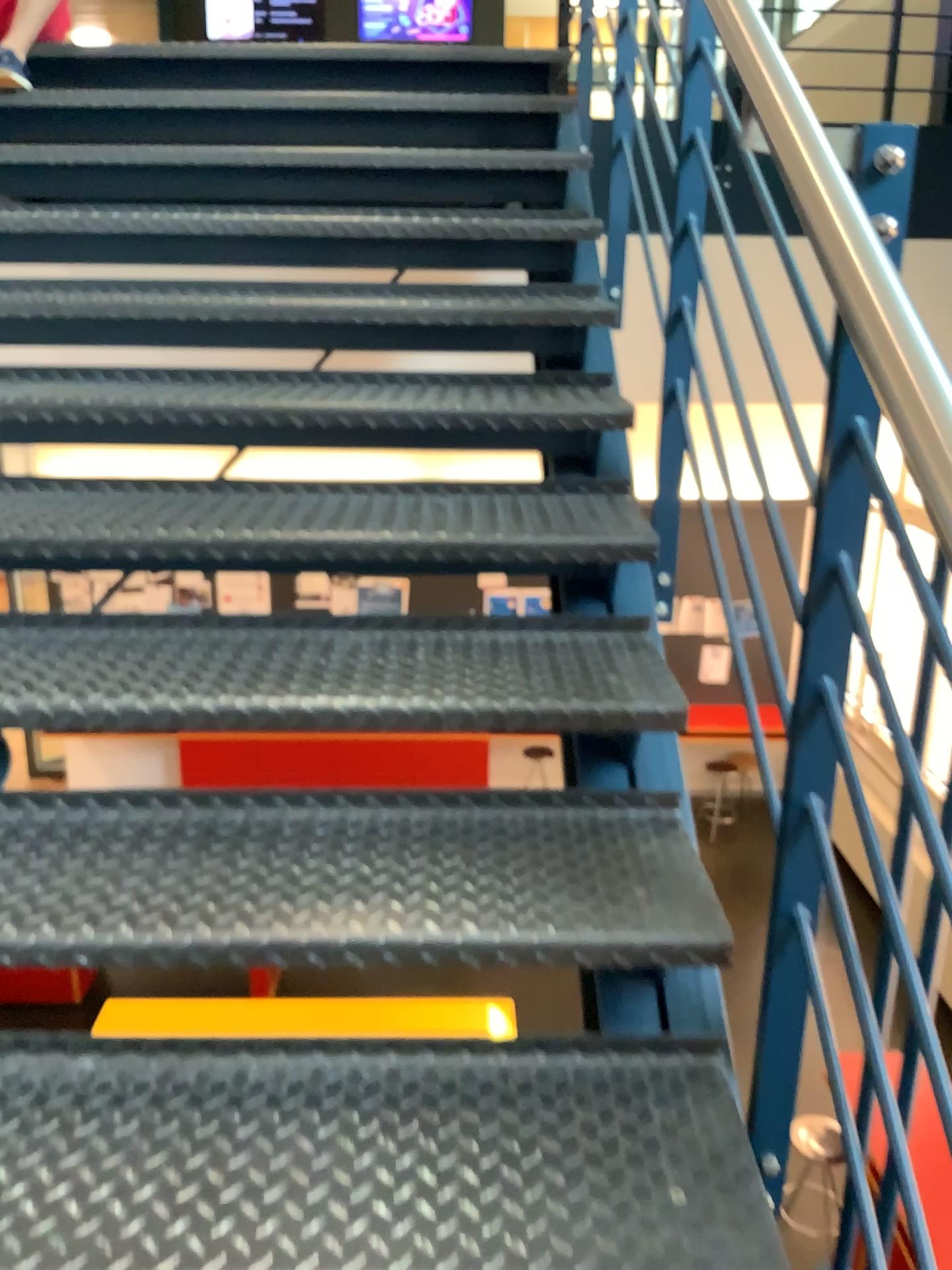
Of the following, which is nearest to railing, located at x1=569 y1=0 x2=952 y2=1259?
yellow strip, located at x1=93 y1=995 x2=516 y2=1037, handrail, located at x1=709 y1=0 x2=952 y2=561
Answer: handrail, located at x1=709 y1=0 x2=952 y2=561

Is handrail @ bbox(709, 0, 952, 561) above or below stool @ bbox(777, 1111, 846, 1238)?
above

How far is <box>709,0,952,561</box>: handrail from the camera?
0.6 meters

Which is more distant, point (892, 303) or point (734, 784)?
point (734, 784)

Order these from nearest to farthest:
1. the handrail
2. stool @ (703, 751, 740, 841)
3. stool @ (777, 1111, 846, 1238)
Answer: the handrail
stool @ (777, 1111, 846, 1238)
stool @ (703, 751, 740, 841)

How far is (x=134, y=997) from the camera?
1.2m

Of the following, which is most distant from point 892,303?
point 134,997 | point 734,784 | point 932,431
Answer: point 134,997

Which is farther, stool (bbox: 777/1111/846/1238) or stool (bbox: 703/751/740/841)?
stool (bbox: 703/751/740/841)

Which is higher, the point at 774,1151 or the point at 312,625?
the point at 312,625

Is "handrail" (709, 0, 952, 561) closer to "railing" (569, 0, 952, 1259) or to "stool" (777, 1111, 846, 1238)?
"railing" (569, 0, 952, 1259)
